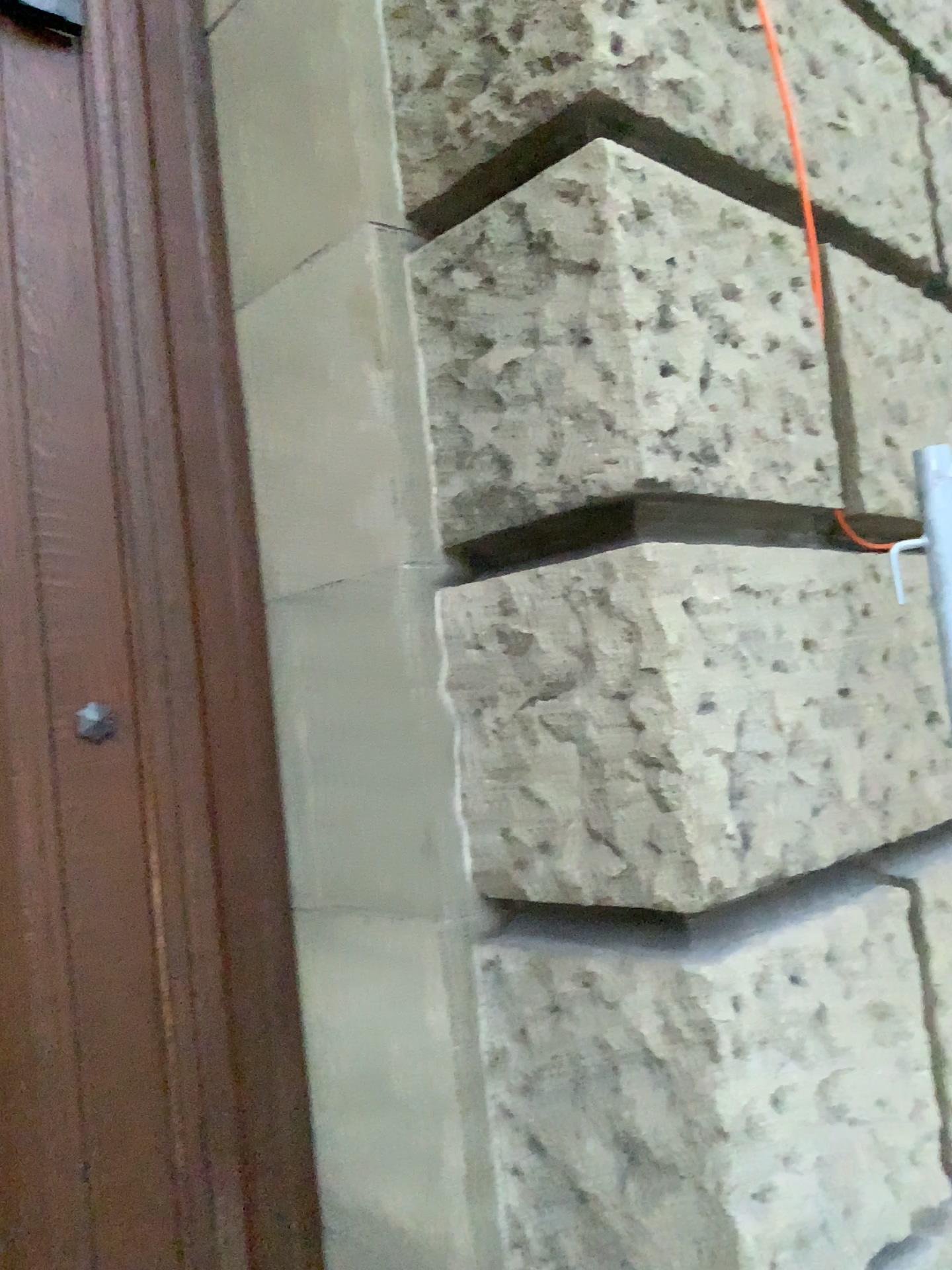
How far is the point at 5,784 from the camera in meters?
1.5

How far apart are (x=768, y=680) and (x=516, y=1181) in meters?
0.8

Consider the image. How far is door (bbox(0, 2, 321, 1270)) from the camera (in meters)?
1.52

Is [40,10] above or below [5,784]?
above
